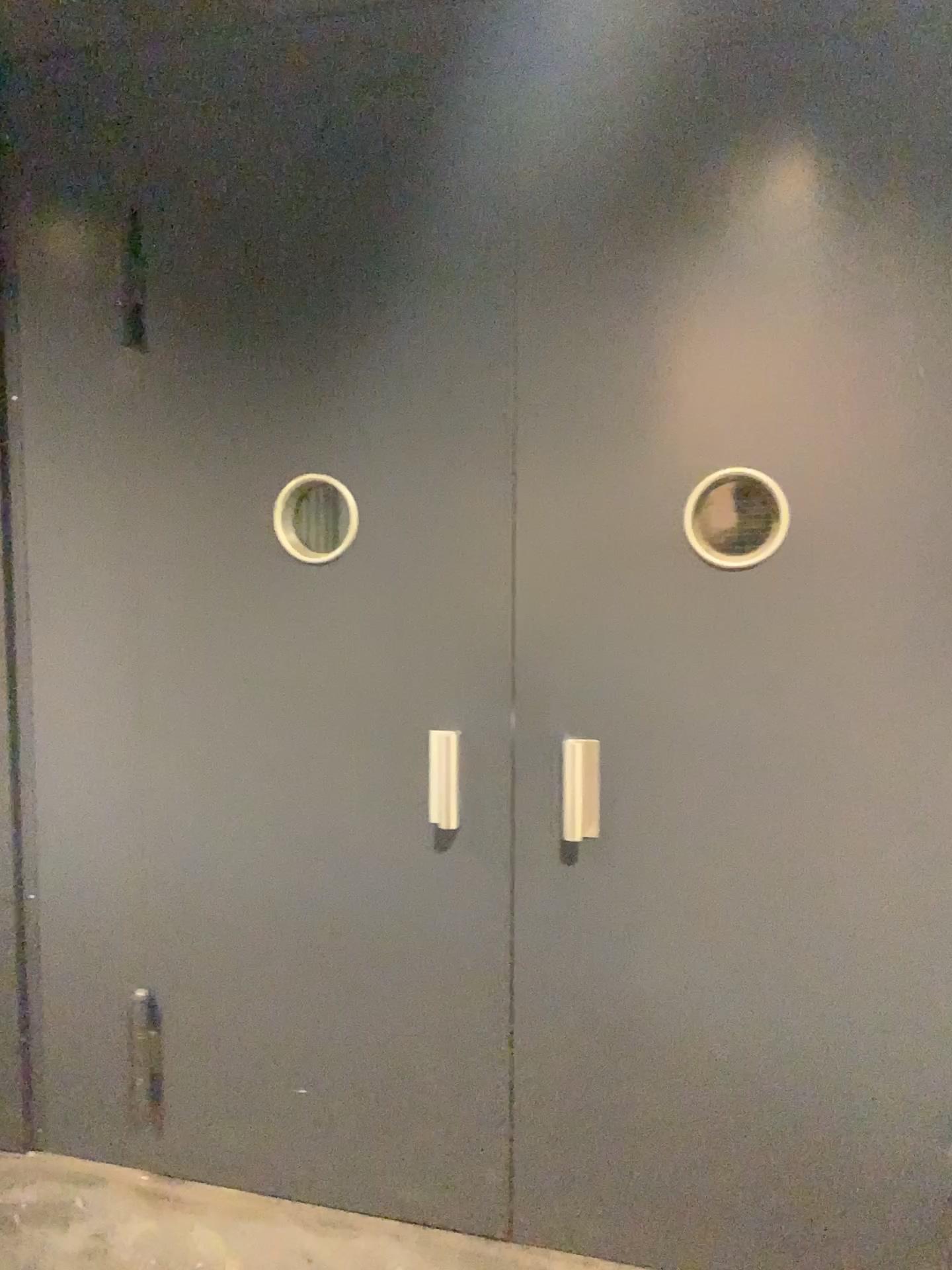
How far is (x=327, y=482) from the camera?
2.3m

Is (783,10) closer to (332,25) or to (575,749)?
(332,25)

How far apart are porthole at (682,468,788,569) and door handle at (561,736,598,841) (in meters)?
0.45

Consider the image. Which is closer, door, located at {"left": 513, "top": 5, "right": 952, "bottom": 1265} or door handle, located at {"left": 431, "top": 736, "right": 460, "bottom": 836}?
door, located at {"left": 513, "top": 5, "right": 952, "bottom": 1265}

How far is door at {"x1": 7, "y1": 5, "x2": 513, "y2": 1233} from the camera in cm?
219

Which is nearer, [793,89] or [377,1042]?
[793,89]

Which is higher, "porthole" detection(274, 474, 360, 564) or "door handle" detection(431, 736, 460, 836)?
"porthole" detection(274, 474, 360, 564)

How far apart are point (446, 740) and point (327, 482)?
0.6m

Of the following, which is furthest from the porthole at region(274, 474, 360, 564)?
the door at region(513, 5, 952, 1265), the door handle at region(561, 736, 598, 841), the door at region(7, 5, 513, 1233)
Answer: the door handle at region(561, 736, 598, 841)

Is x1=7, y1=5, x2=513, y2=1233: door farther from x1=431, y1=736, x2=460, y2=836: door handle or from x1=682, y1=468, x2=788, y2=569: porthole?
x1=682, y1=468, x2=788, y2=569: porthole
